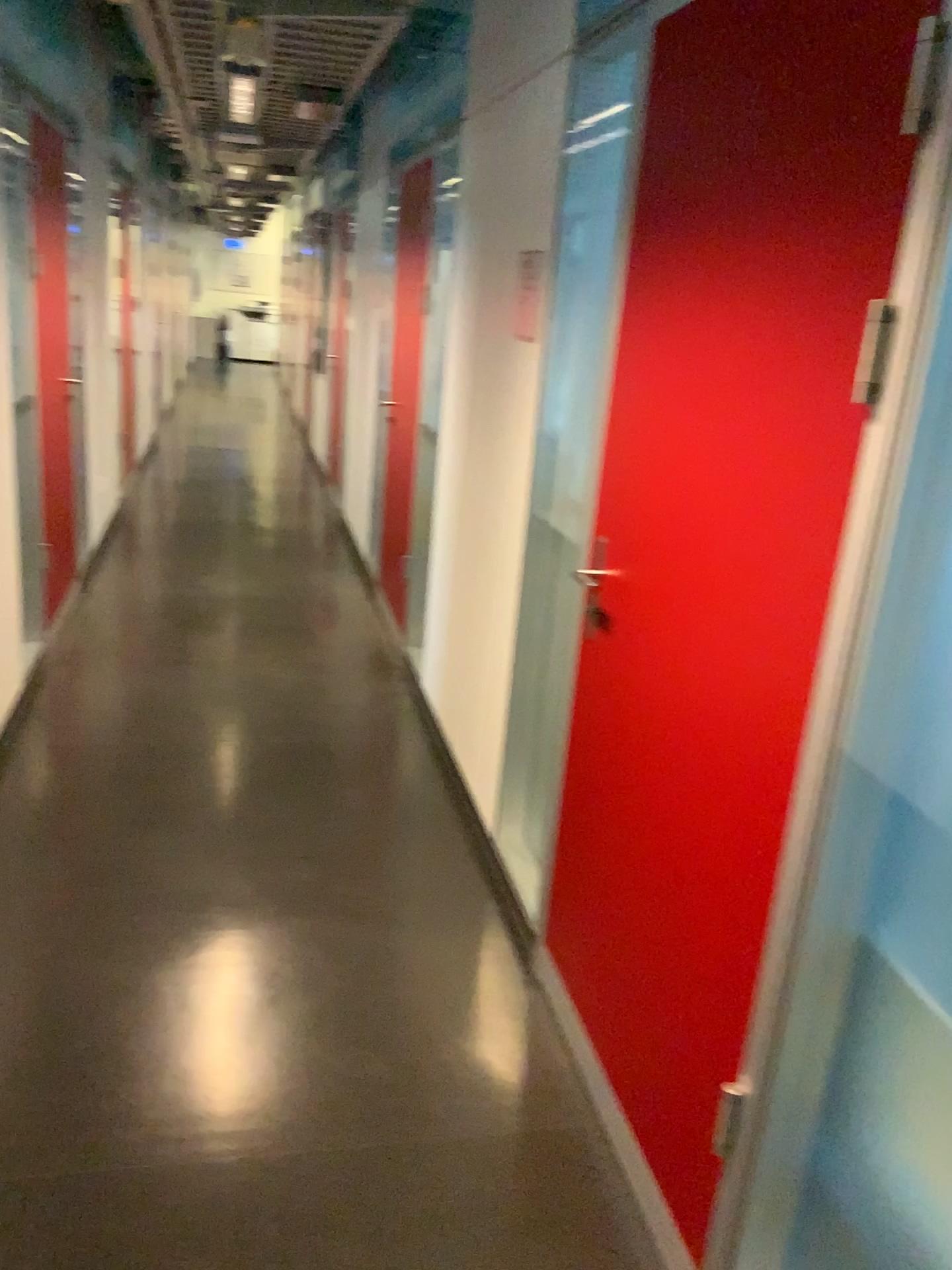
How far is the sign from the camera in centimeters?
266cm

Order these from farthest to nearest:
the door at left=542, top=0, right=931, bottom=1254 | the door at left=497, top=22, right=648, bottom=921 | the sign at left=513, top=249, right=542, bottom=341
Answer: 1. the sign at left=513, top=249, right=542, bottom=341
2. the door at left=497, top=22, right=648, bottom=921
3. the door at left=542, top=0, right=931, bottom=1254

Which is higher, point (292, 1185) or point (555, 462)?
point (555, 462)

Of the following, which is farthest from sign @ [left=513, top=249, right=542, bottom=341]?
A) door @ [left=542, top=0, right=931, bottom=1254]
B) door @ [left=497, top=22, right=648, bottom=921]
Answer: door @ [left=542, top=0, right=931, bottom=1254]

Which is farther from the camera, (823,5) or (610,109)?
(610,109)

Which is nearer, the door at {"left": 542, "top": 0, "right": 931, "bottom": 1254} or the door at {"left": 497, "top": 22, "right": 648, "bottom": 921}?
the door at {"left": 542, "top": 0, "right": 931, "bottom": 1254}

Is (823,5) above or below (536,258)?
above

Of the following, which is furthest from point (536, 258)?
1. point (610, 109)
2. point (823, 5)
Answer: point (823, 5)

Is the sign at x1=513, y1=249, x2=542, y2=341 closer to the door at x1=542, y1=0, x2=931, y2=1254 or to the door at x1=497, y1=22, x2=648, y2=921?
the door at x1=497, y1=22, x2=648, y2=921

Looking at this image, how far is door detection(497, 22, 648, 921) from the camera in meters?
2.4 m
